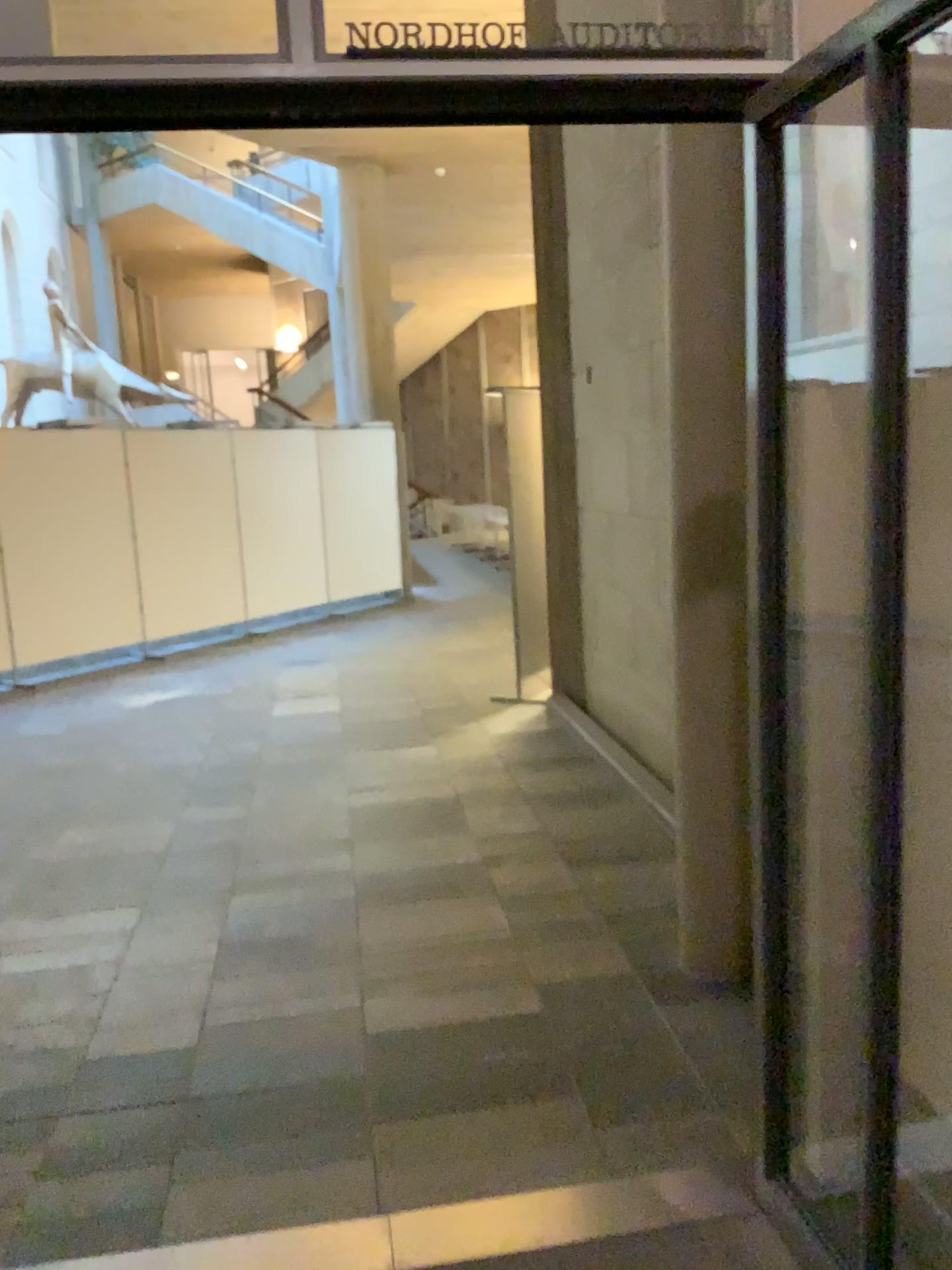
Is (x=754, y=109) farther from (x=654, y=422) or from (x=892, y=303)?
(x=654, y=422)
